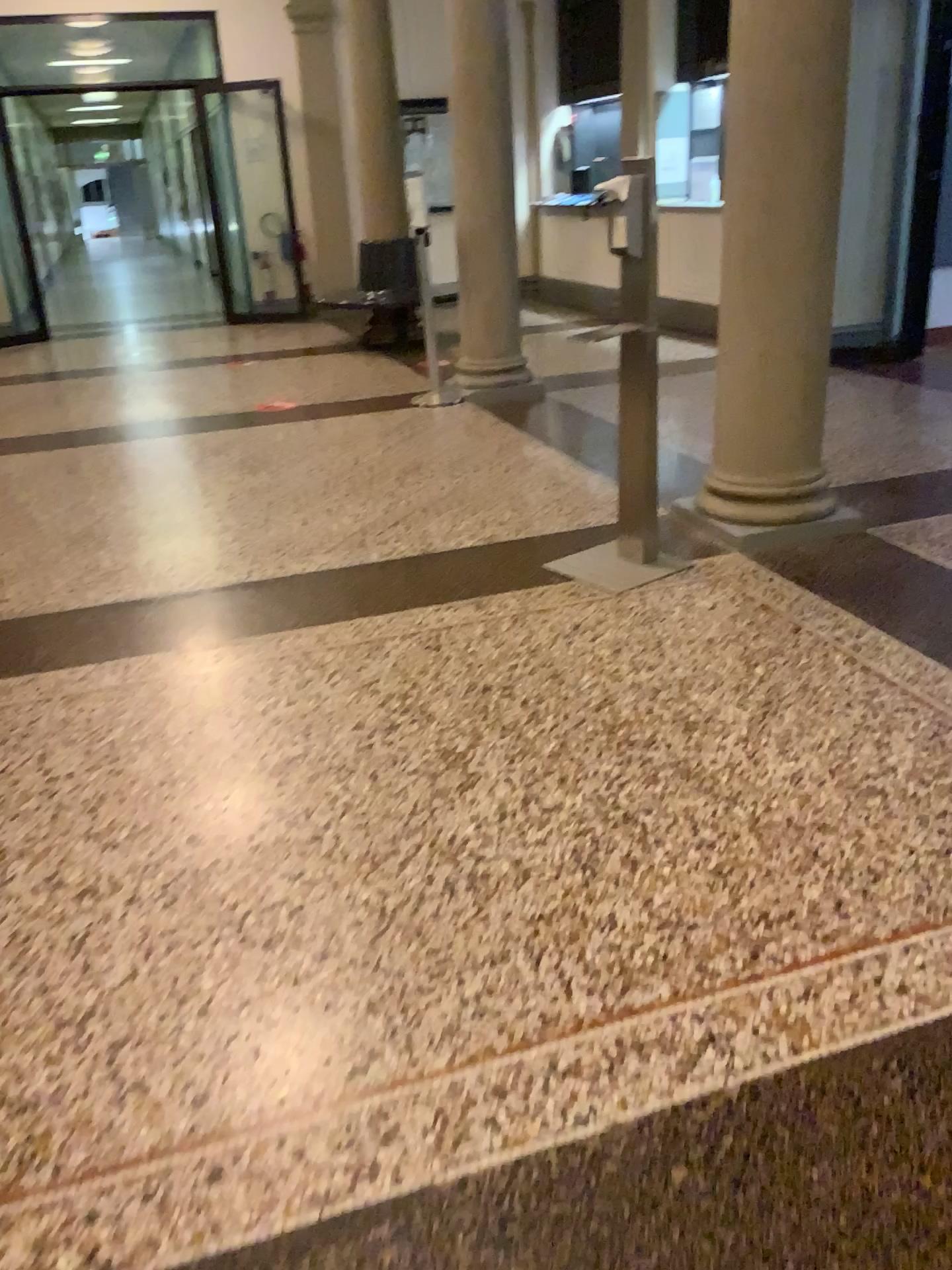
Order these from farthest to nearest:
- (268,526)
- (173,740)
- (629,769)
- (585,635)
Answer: (268,526) → (585,635) → (173,740) → (629,769)
